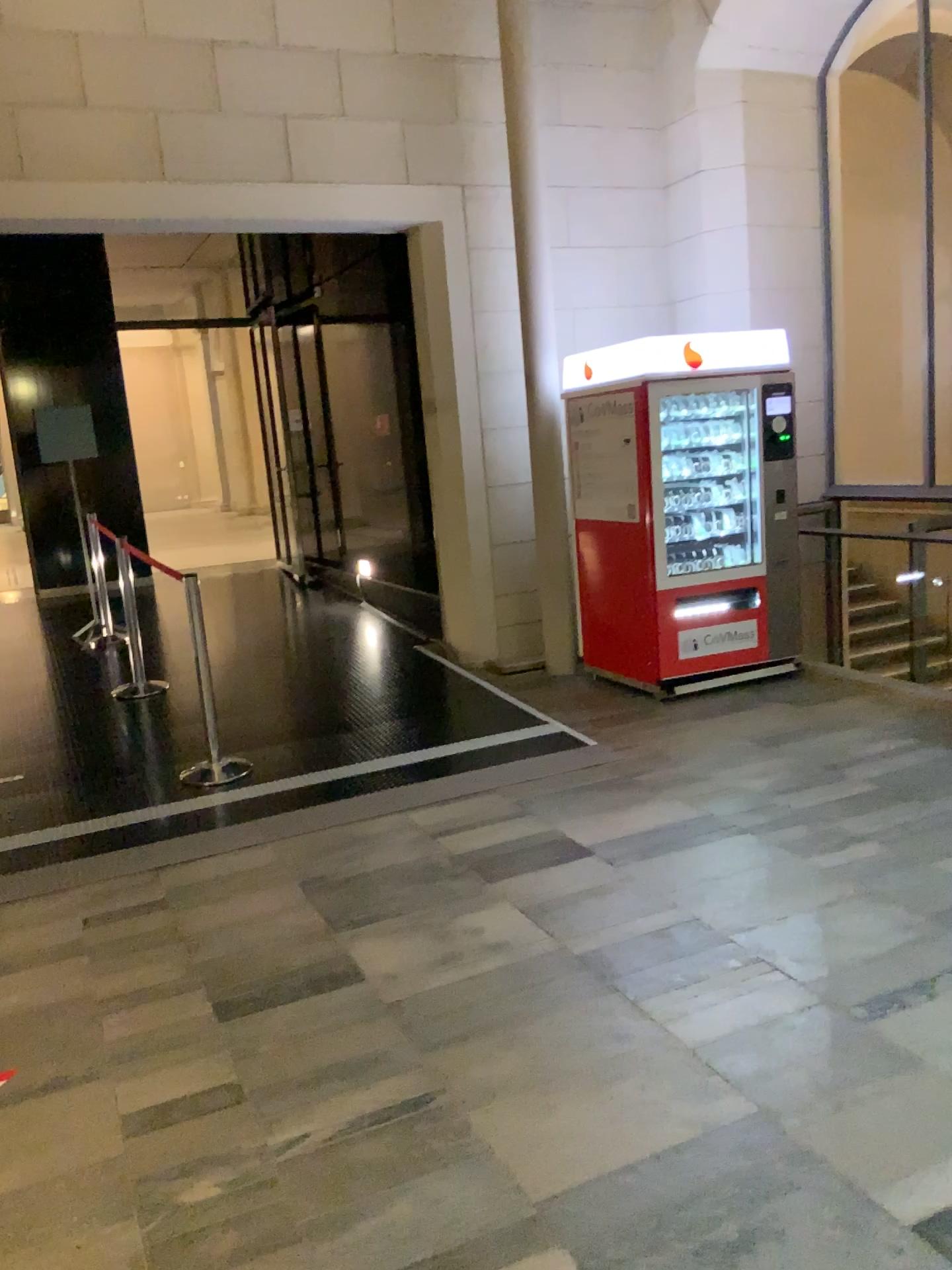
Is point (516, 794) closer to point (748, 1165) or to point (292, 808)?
point (292, 808)
